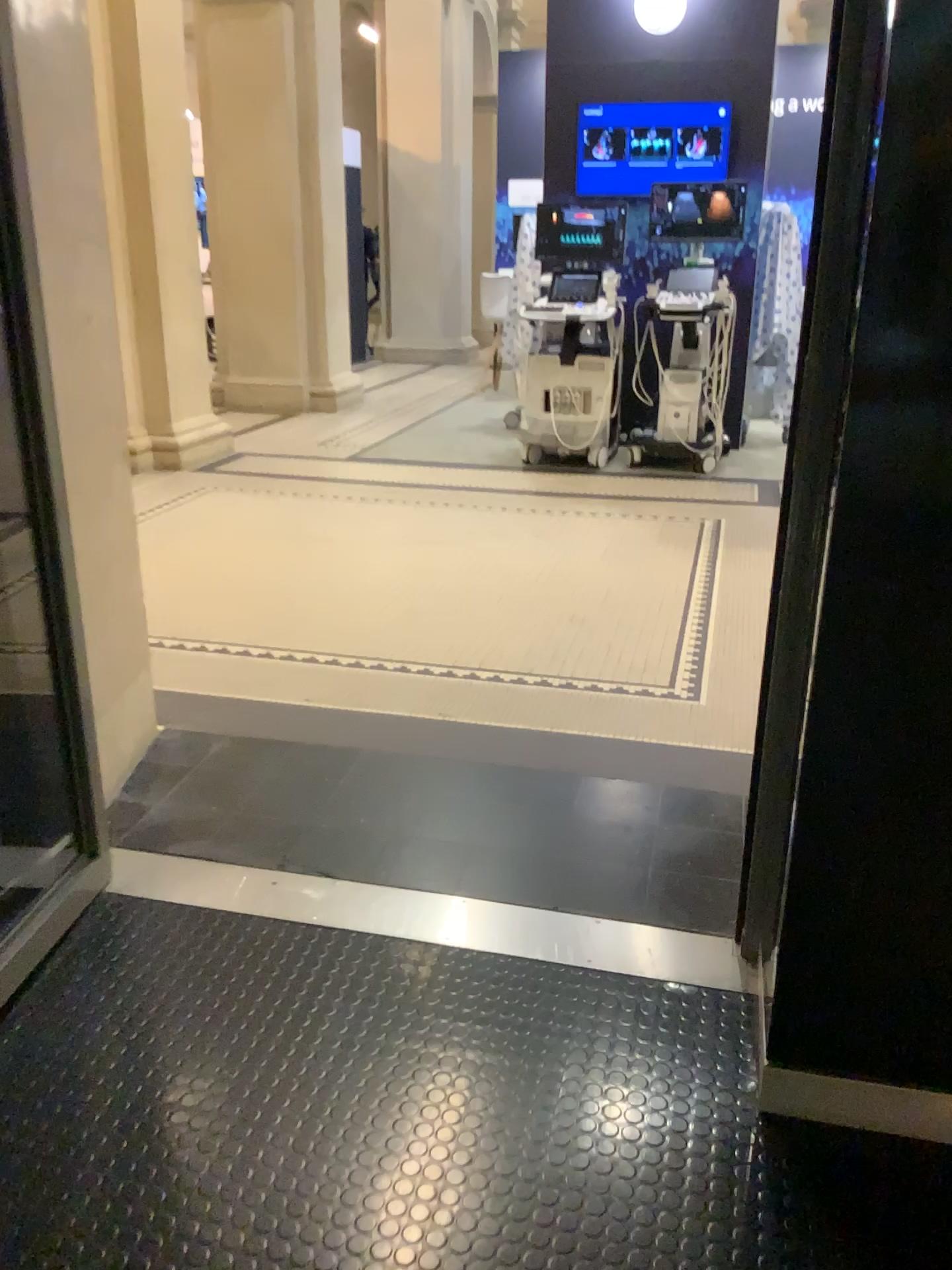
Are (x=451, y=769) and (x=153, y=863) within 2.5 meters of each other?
yes
